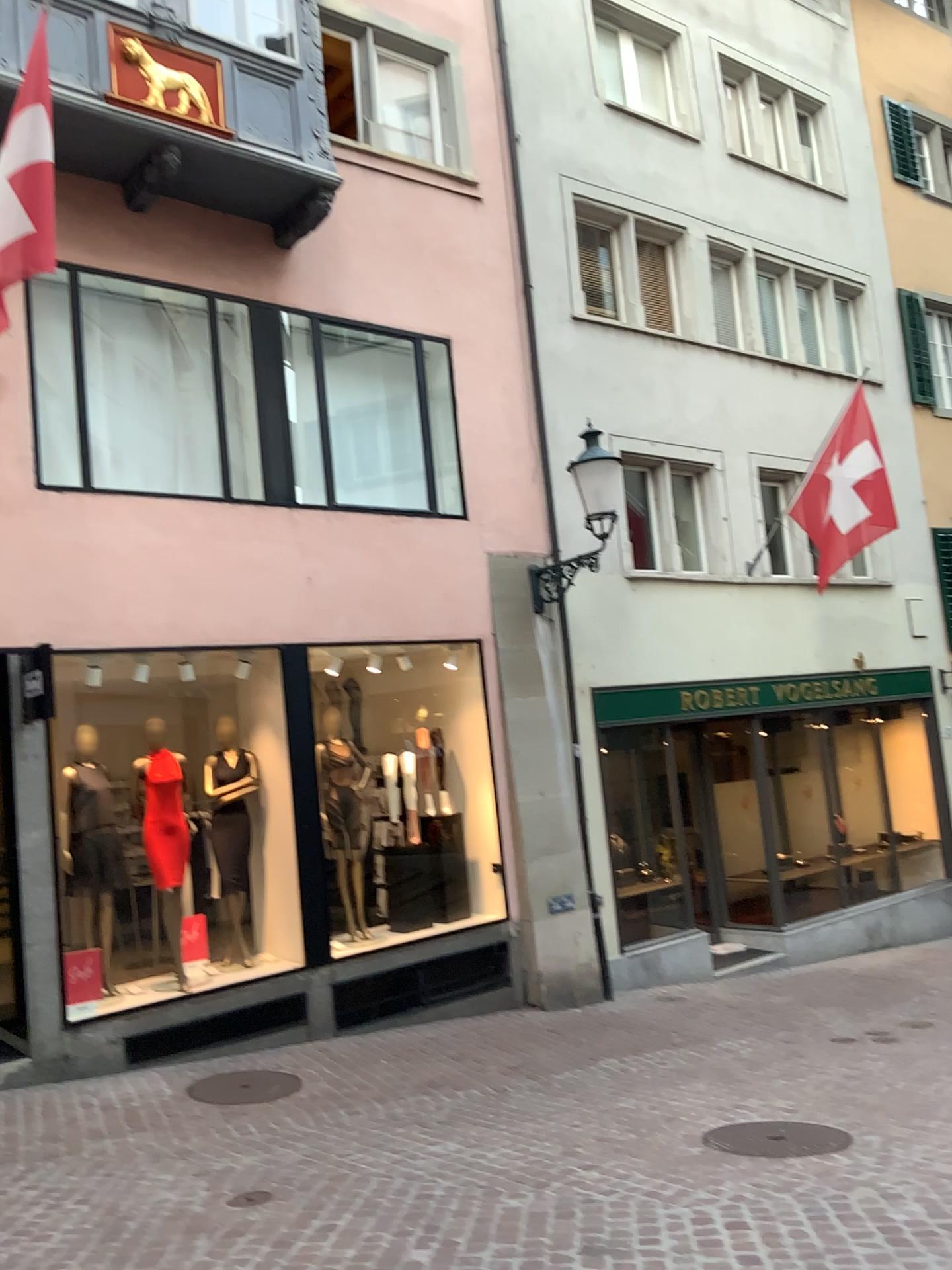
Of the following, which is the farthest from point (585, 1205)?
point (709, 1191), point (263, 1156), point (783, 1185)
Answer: point (263, 1156)
